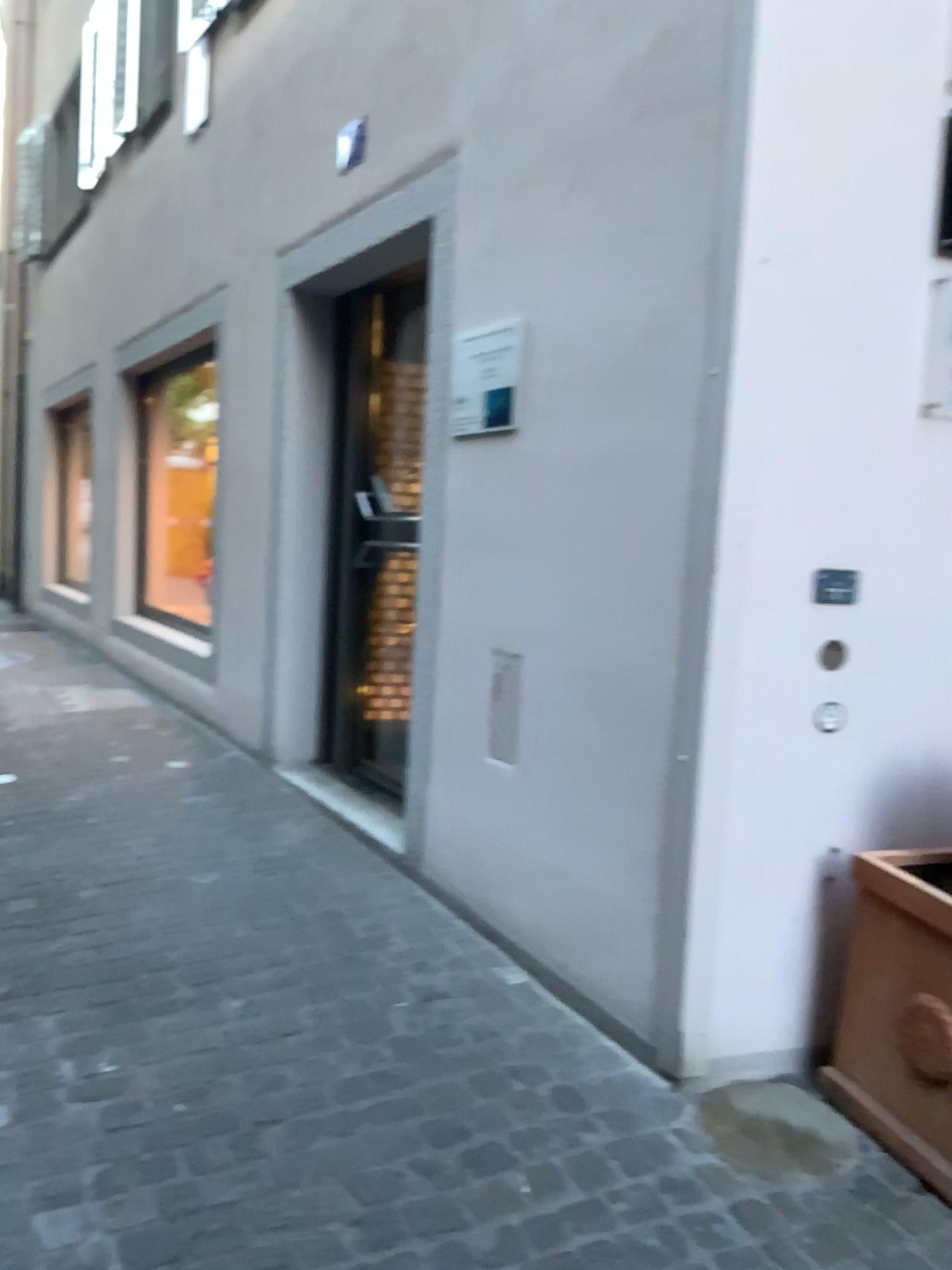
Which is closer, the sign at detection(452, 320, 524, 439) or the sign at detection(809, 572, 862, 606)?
the sign at detection(809, 572, 862, 606)

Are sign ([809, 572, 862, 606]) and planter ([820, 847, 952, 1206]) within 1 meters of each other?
yes

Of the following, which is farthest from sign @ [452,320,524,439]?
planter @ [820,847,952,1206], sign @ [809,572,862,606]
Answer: planter @ [820,847,952,1206]

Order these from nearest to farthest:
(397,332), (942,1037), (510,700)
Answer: (942,1037), (510,700), (397,332)

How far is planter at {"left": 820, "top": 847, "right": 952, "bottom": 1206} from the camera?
2.10m

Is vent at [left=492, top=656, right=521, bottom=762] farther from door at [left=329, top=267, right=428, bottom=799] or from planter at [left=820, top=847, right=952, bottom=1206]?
door at [left=329, top=267, right=428, bottom=799]

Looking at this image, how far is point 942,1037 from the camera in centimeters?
210cm

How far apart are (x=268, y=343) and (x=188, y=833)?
2.2 meters

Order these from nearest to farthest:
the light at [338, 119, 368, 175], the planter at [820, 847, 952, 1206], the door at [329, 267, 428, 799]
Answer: the planter at [820, 847, 952, 1206], the light at [338, 119, 368, 175], the door at [329, 267, 428, 799]

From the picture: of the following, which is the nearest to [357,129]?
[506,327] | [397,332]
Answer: [397,332]
